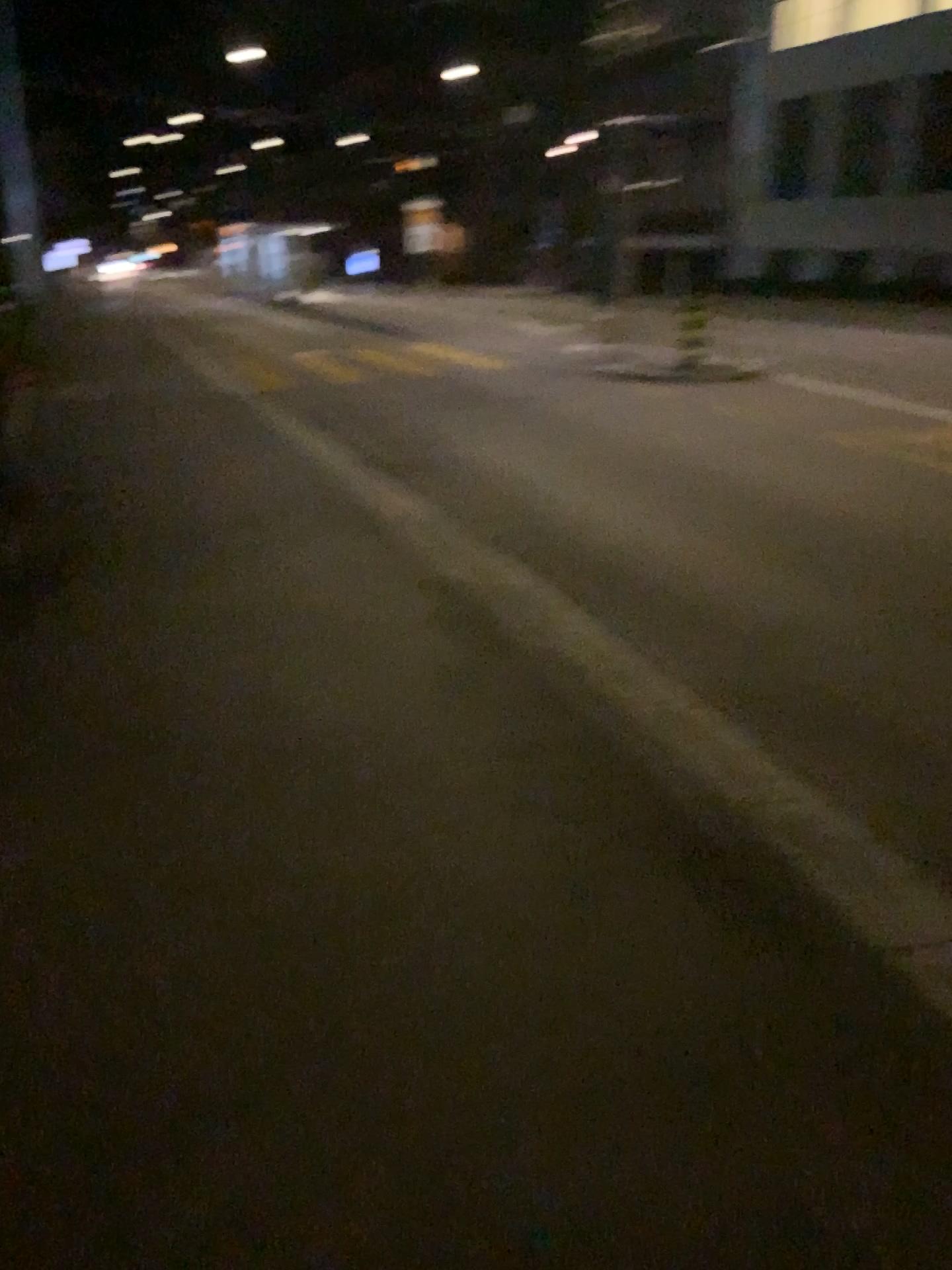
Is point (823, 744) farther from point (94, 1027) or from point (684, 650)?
point (94, 1027)
